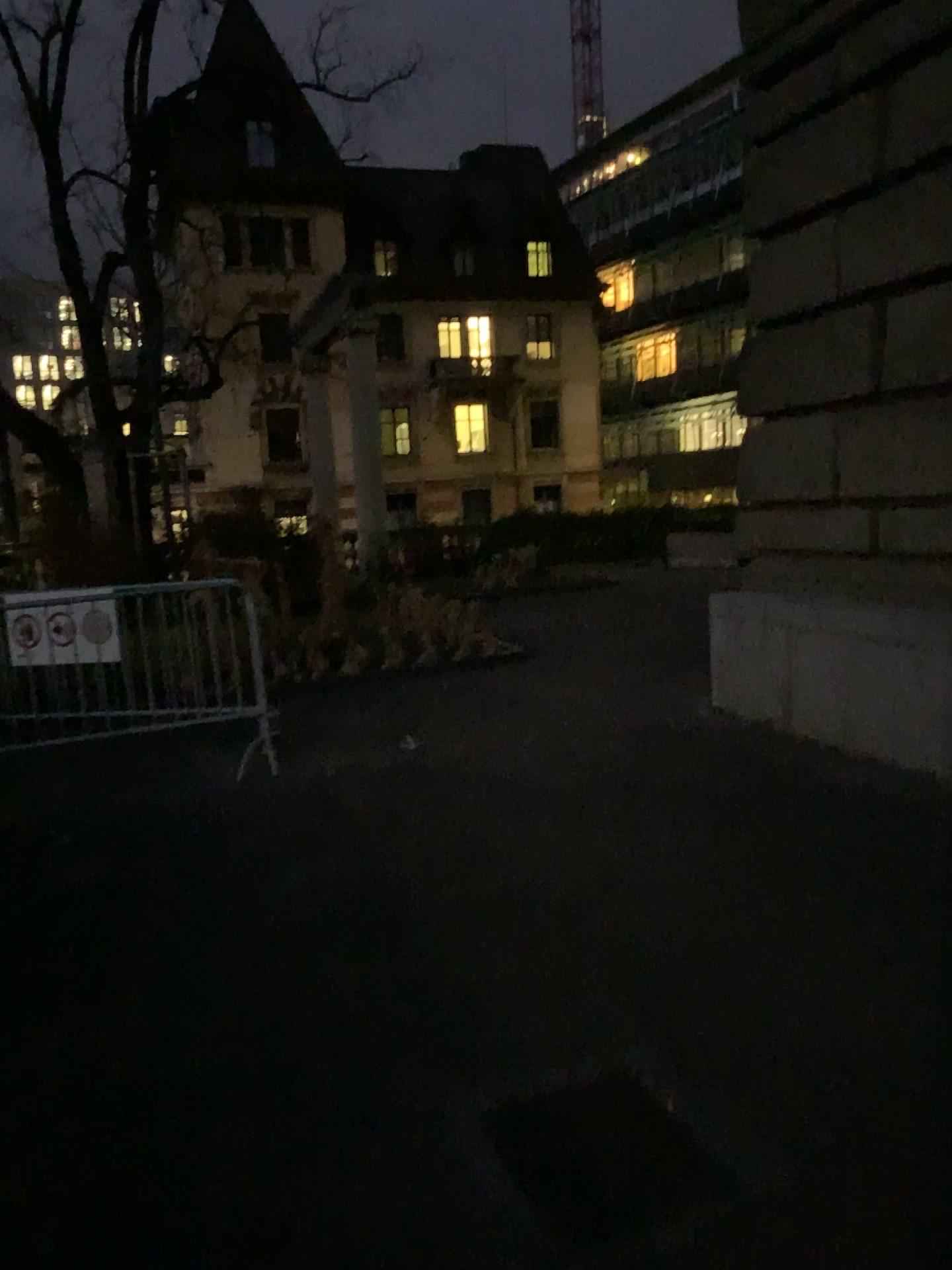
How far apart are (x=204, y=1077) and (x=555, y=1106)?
1.0m
